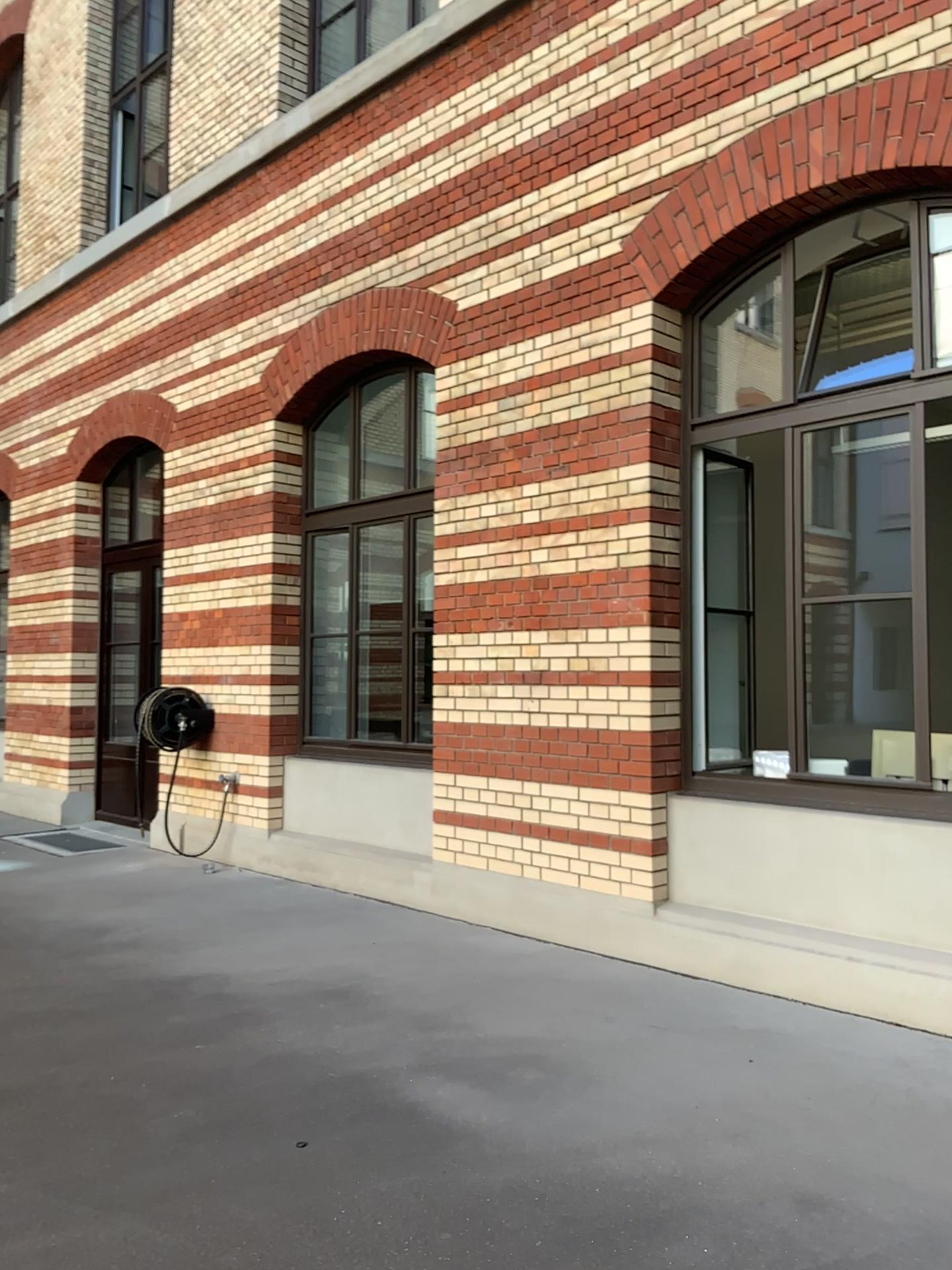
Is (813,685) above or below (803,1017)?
above
